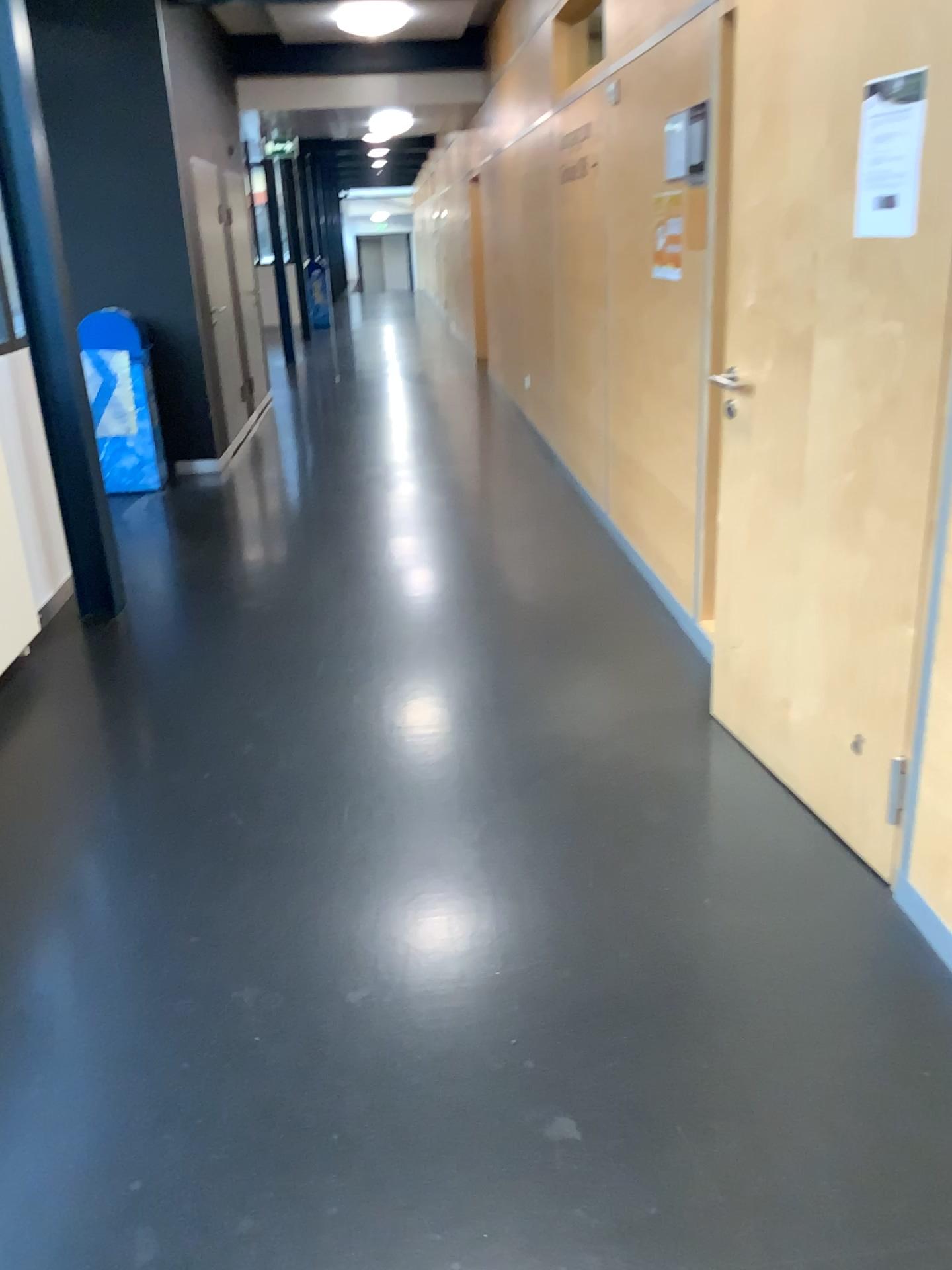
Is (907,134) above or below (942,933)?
above

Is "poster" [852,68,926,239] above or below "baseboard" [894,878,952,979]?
above

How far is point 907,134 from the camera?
2.0 meters

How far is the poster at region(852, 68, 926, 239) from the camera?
2.01m

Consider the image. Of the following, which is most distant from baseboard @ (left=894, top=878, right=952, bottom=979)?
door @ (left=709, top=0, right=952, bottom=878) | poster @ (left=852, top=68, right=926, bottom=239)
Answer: poster @ (left=852, top=68, right=926, bottom=239)

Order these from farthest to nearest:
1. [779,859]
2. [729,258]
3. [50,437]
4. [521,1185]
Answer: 1. [50,437]
2. [729,258]
3. [779,859]
4. [521,1185]

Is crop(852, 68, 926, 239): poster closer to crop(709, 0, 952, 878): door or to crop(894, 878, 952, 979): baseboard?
crop(709, 0, 952, 878): door

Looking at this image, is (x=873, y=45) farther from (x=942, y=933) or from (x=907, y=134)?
(x=942, y=933)
